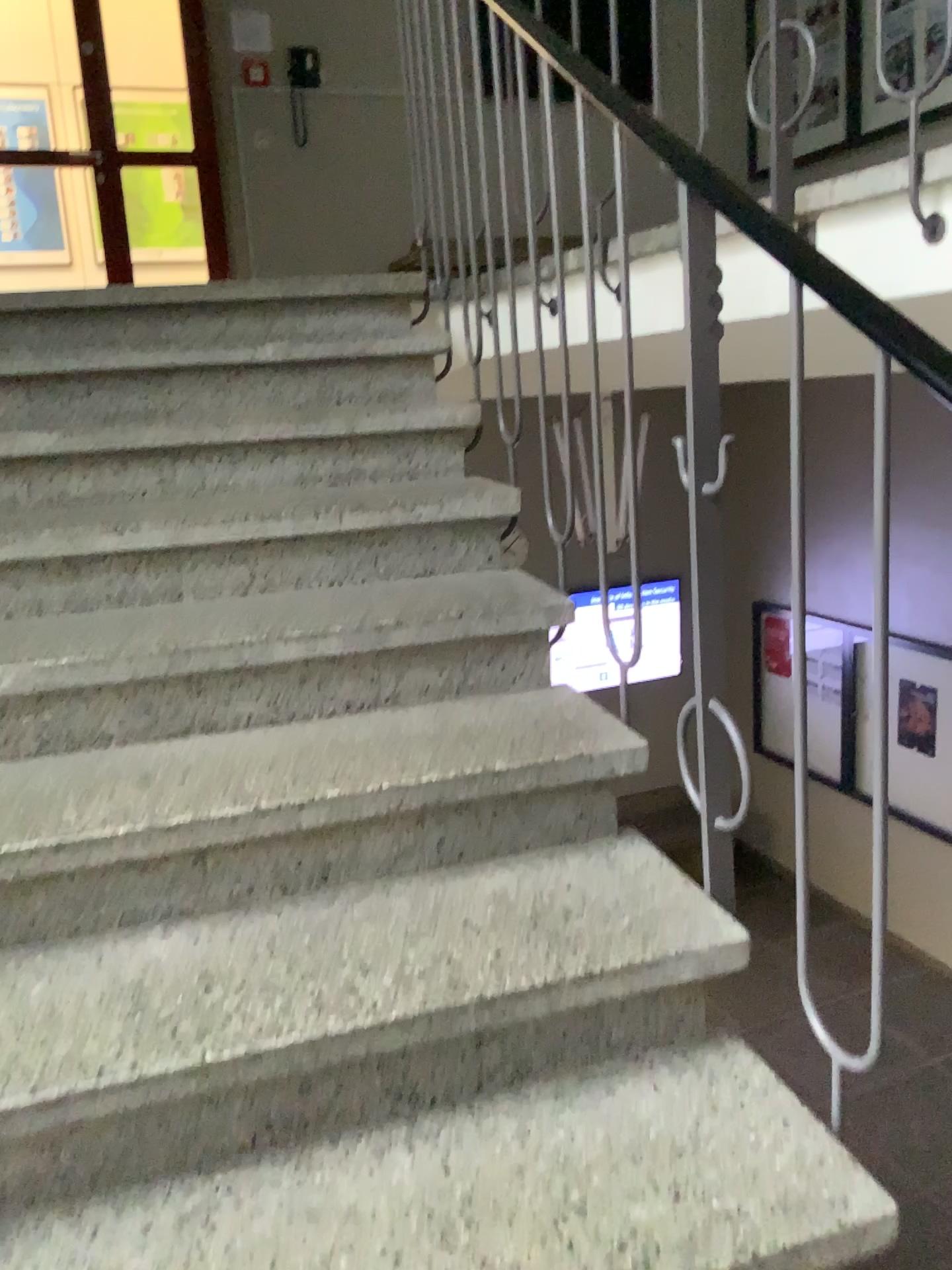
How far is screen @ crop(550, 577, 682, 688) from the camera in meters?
Result: 1.6

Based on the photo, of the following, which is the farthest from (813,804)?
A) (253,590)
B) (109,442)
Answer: (109,442)

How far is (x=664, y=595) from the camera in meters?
1.6 m
